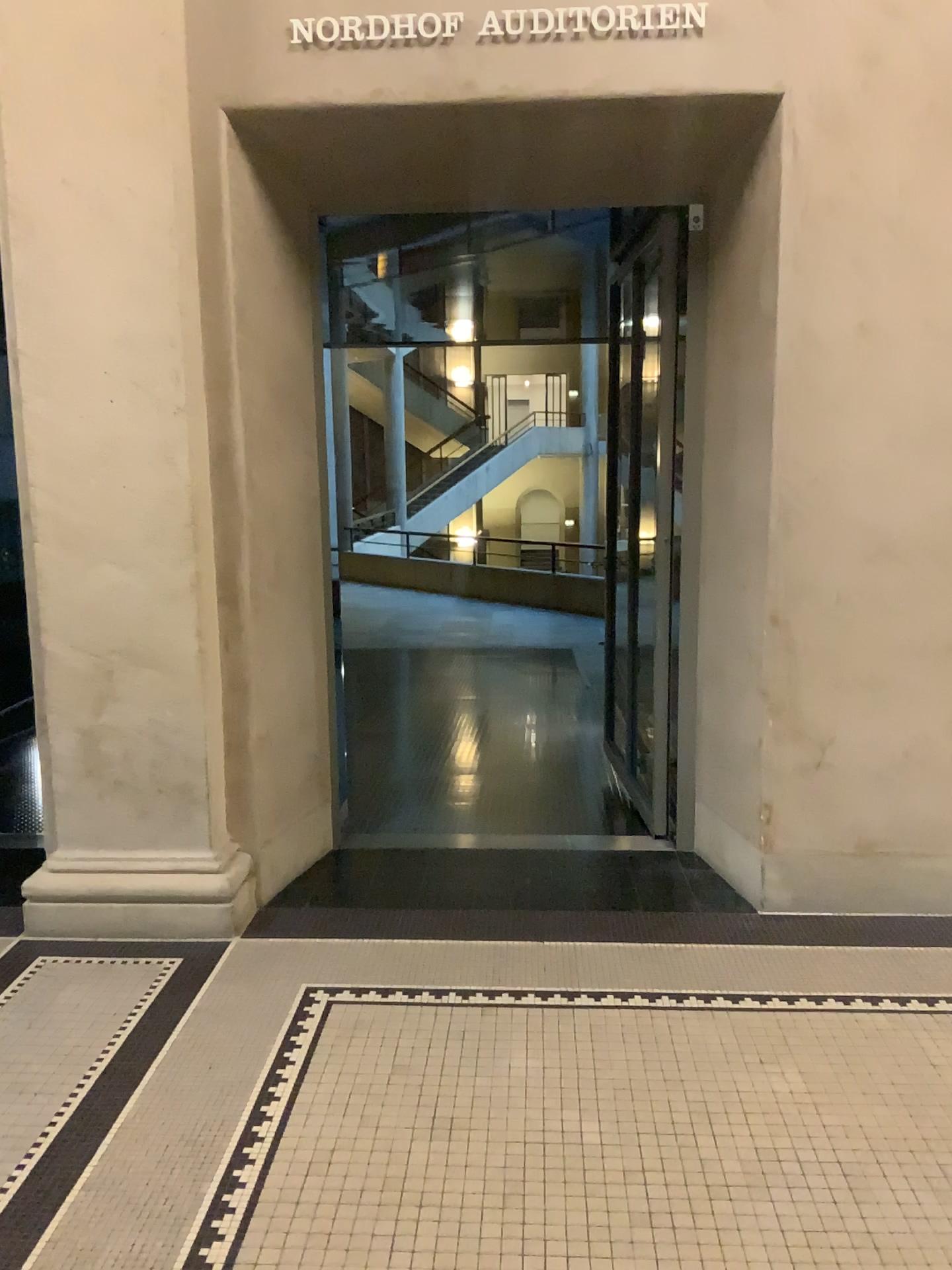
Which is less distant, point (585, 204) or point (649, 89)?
point (649, 89)
